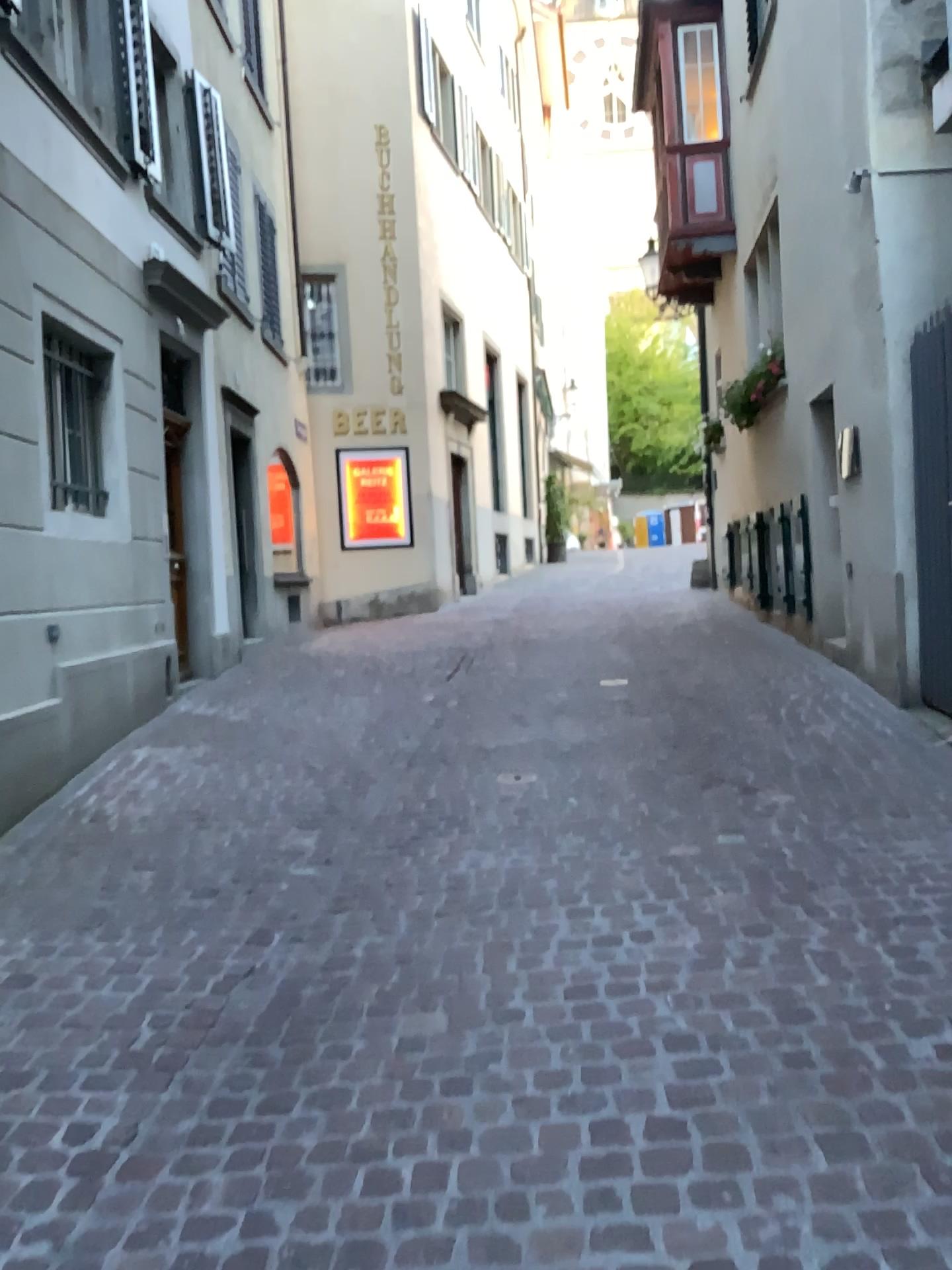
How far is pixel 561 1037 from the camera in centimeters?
256cm
